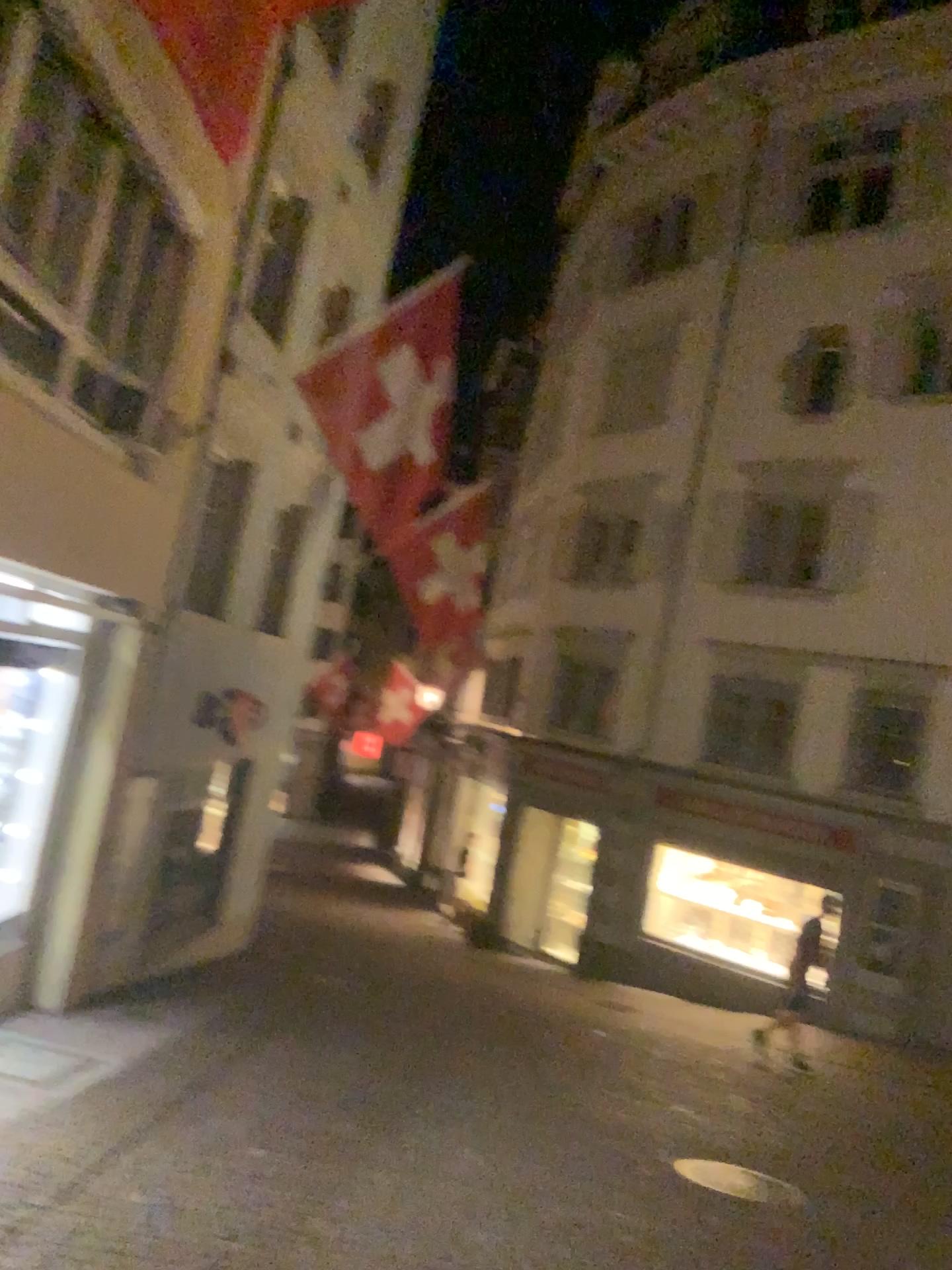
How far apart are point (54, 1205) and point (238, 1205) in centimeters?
84cm
